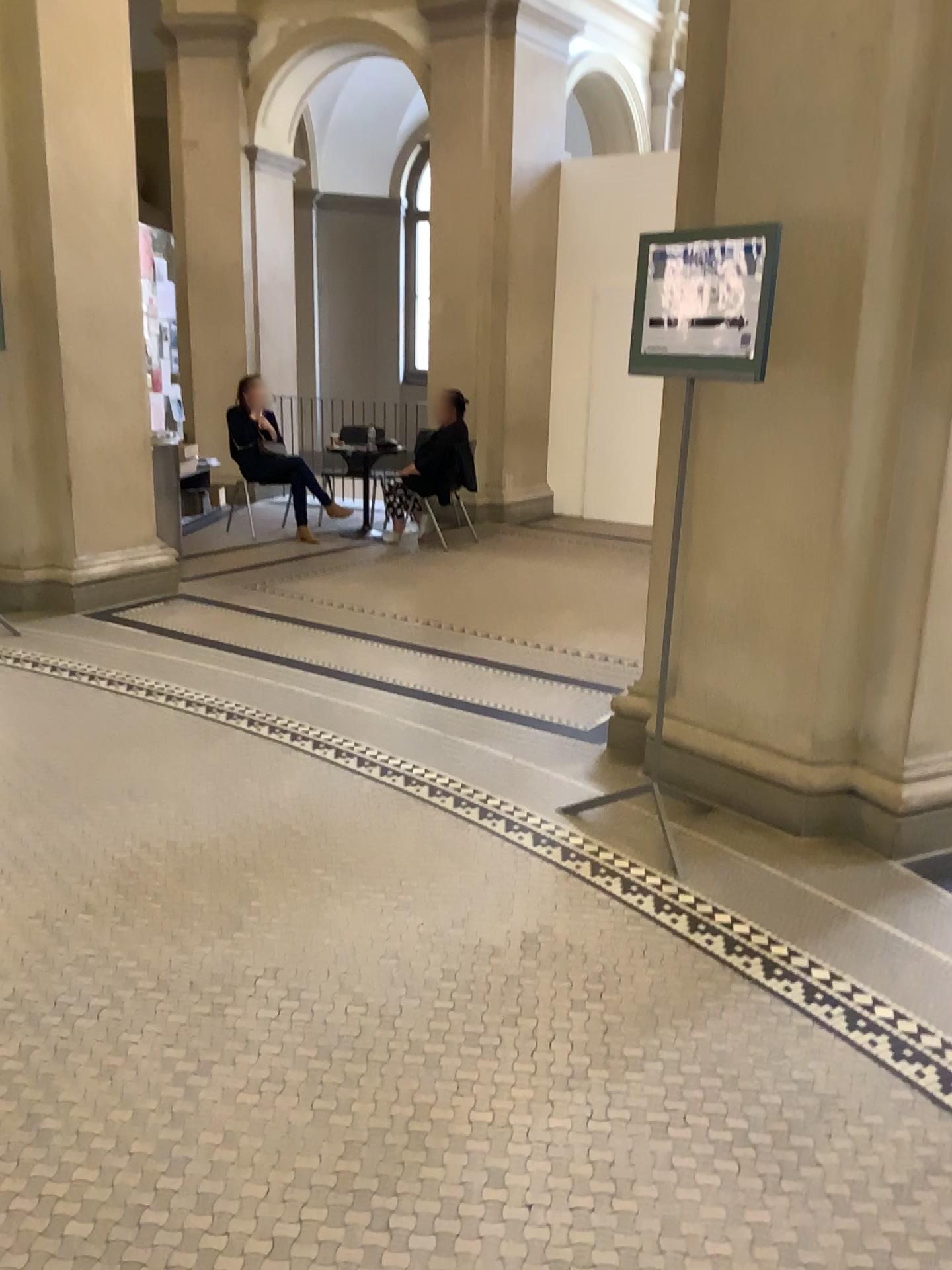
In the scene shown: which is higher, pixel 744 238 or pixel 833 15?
pixel 833 15

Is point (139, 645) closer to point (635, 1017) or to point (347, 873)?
point (347, 873)

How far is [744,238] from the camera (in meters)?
2.86

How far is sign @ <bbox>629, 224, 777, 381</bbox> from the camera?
2.9 meters
